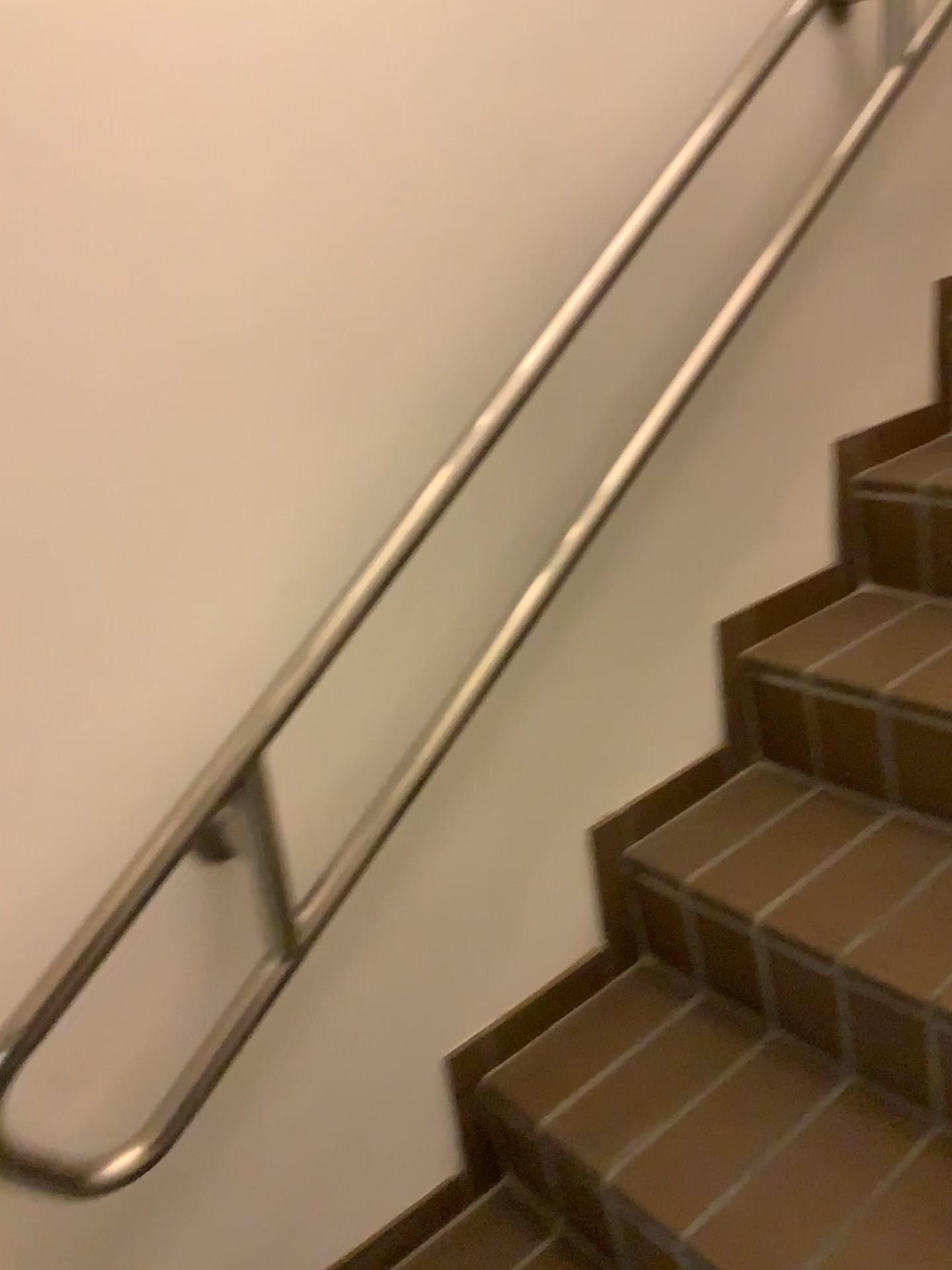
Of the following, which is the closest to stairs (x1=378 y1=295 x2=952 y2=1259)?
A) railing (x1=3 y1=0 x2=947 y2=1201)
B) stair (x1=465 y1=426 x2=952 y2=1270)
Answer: stair (x1=465 y1=426 x2=952 y2=1270)

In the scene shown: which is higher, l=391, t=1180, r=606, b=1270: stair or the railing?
the railing

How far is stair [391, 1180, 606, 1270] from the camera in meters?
1.3

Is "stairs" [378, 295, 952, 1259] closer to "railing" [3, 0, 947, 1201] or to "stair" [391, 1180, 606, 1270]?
"stair" [391, 1180, 606, 1270]

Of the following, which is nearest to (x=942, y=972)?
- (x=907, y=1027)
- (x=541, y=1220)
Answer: (x=907, y=1027)

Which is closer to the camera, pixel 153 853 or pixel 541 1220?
pixel 153 853

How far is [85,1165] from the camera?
1.0 meters

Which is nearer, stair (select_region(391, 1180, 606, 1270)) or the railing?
the railing

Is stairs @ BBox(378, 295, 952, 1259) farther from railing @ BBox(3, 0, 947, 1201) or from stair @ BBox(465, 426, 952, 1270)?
railing @ BBox(3, 0, 947, 1201)

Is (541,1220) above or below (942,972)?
below
